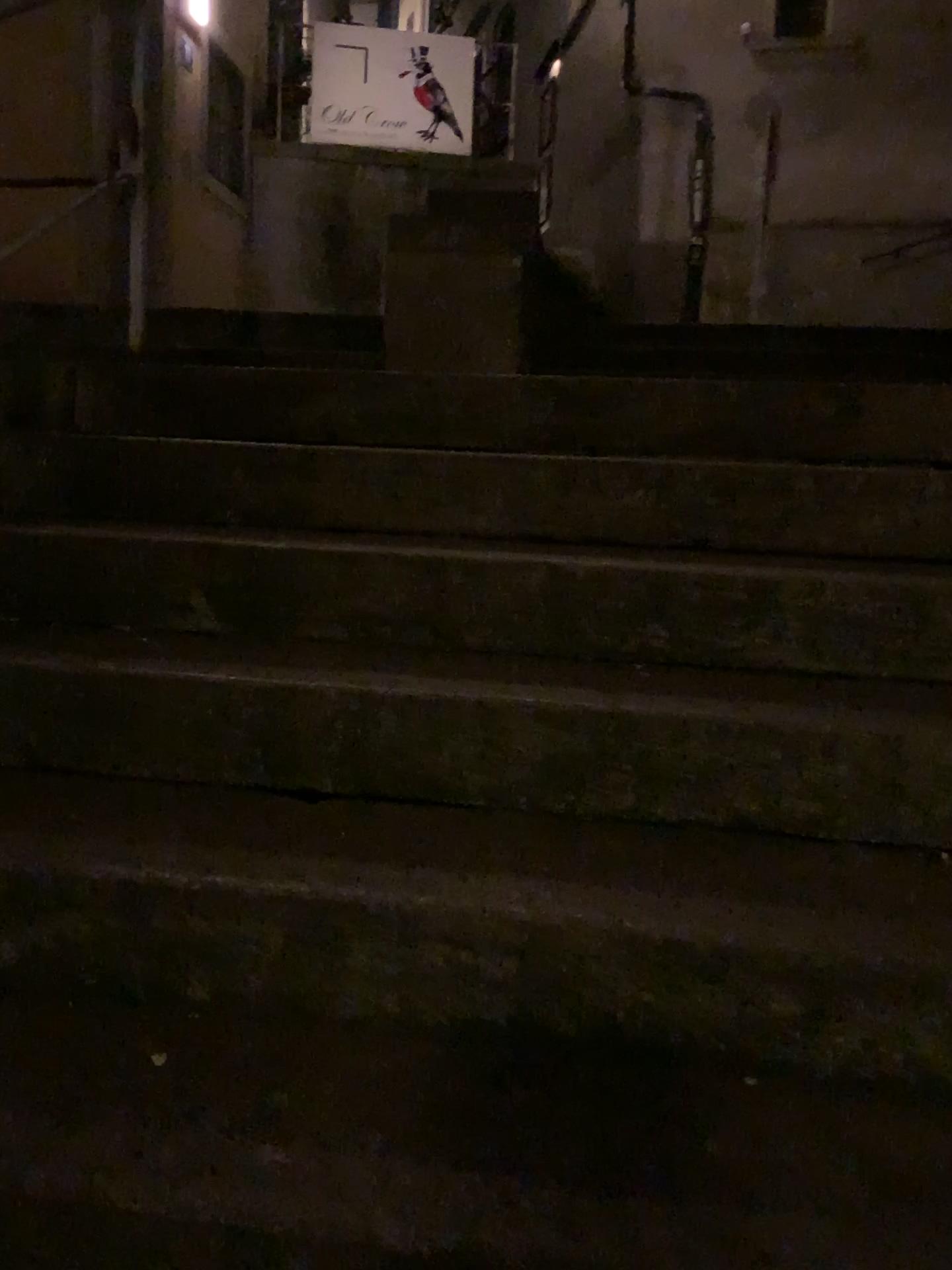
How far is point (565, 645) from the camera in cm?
176
